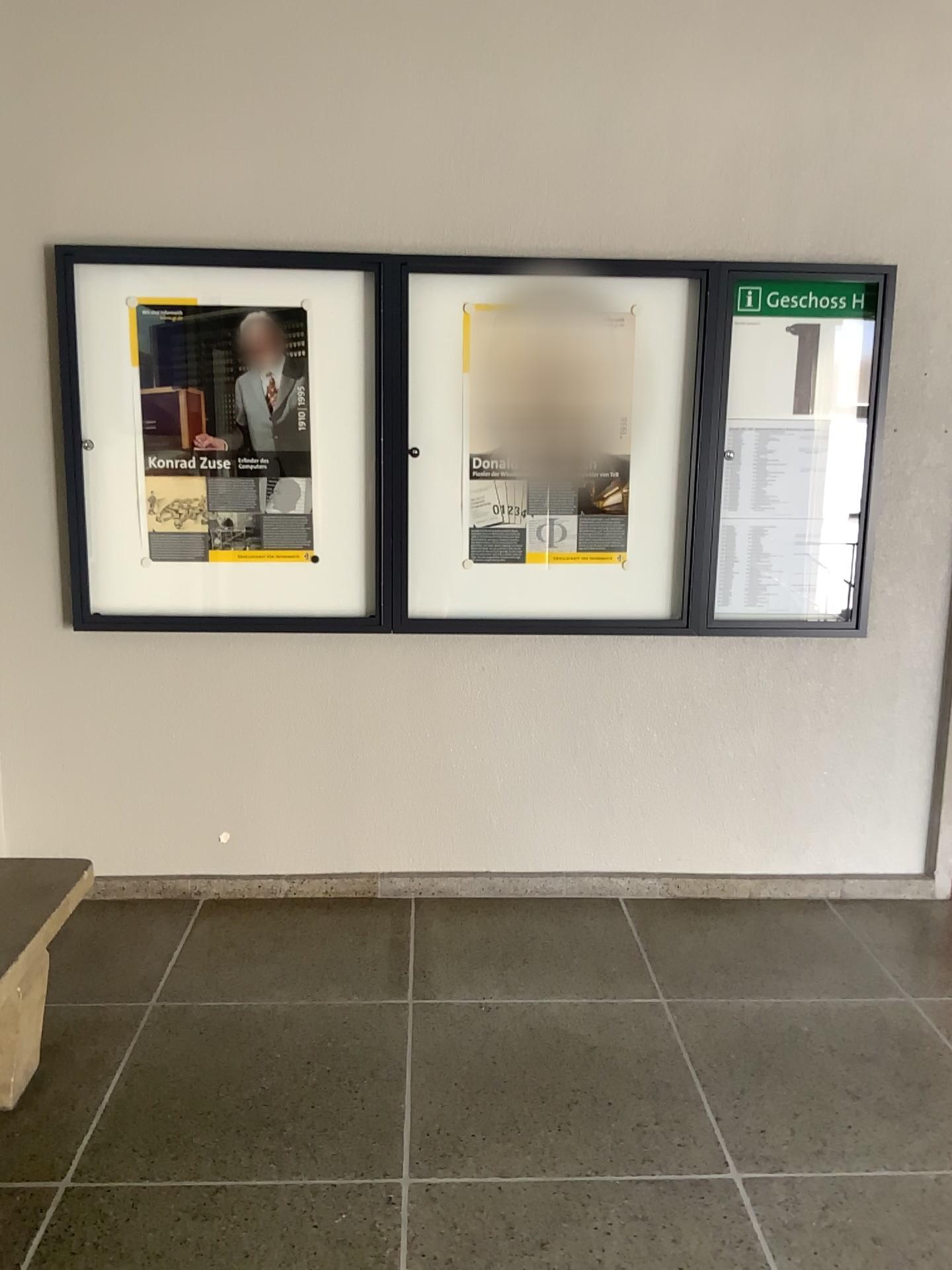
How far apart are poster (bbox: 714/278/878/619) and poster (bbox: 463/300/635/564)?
0.32m

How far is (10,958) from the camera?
2.2 meters

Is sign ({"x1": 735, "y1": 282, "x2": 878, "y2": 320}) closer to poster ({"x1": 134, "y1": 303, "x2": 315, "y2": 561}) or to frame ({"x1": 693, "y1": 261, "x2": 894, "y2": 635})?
frame ({"x1": 693, "y1": 261, "x2": 894, "y2": 635})

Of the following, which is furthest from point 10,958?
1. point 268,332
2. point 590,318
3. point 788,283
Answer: point 788,283

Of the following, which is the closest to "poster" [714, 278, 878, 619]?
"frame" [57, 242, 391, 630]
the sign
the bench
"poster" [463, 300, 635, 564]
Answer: the sign

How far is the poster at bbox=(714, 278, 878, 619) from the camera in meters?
3.2 m

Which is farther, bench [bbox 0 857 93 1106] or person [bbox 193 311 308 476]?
person [bbox 193 311 308 476]

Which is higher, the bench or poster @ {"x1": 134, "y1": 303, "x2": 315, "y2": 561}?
poster @ {"x1": 134, "y1": 303, "x2": 315, "y2": 561}

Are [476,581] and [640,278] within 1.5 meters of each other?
yes

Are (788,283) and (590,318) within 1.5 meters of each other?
yes
